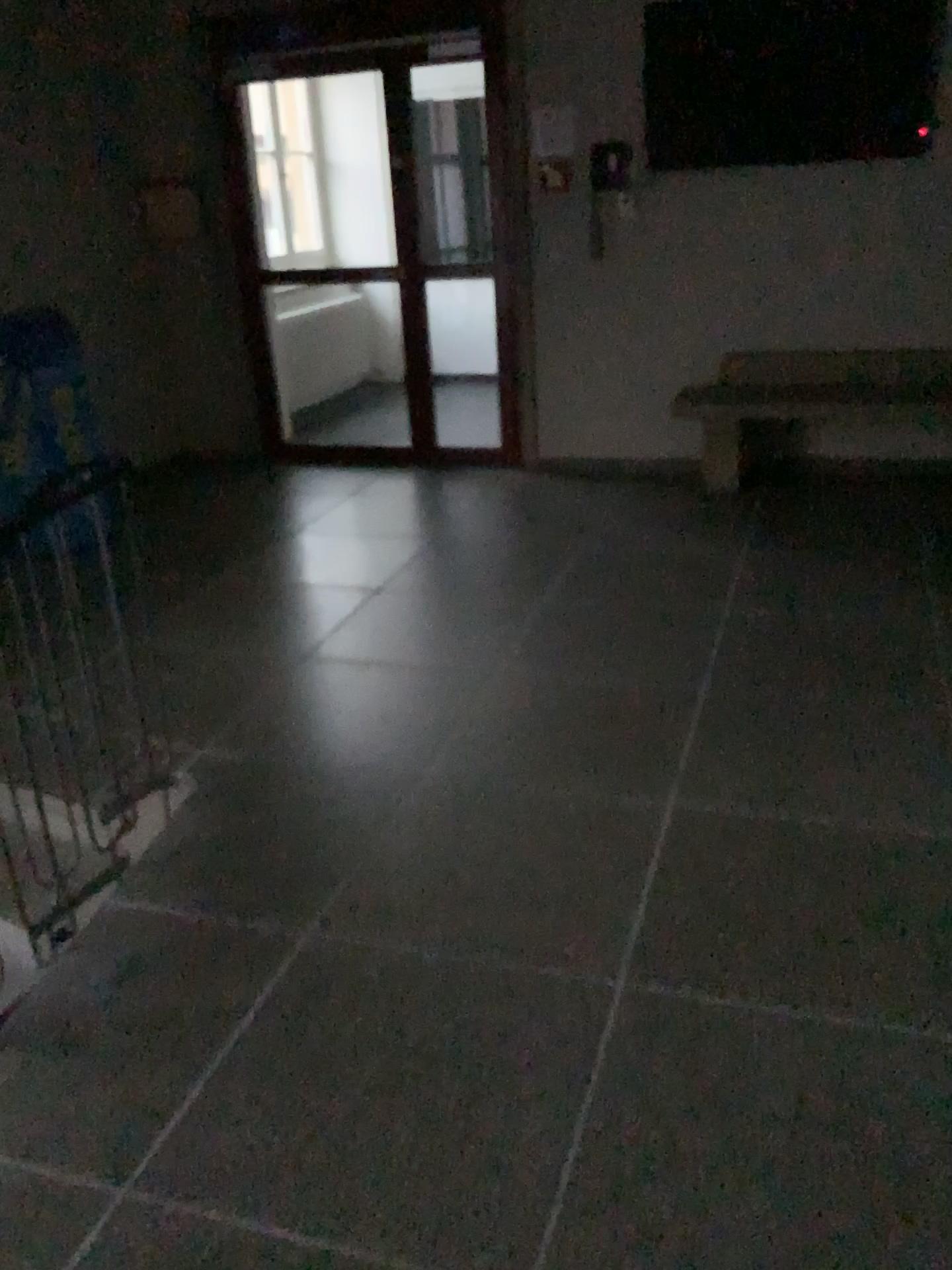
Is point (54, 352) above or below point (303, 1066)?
above
